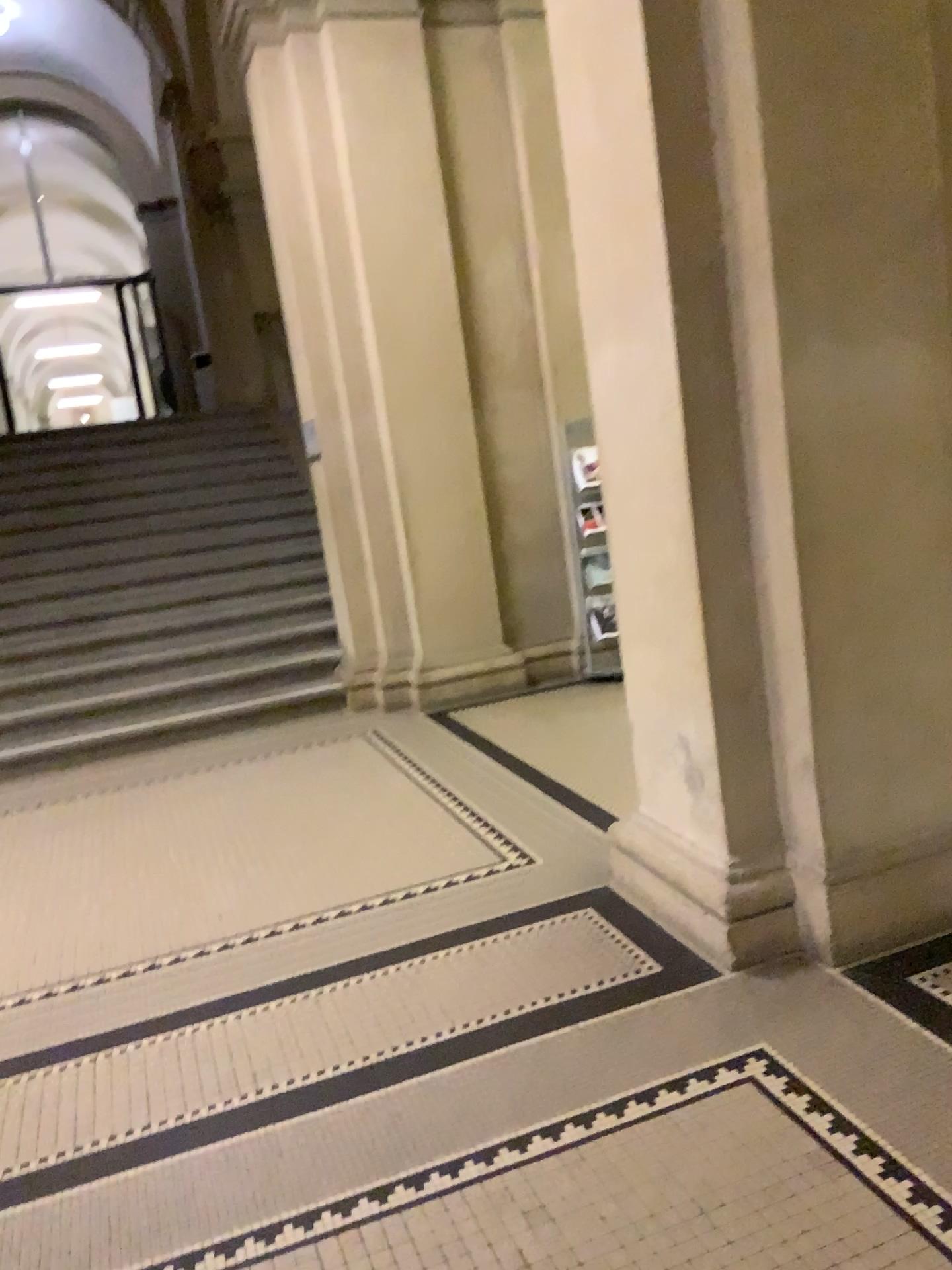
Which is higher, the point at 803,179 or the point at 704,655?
the point at 803,179
